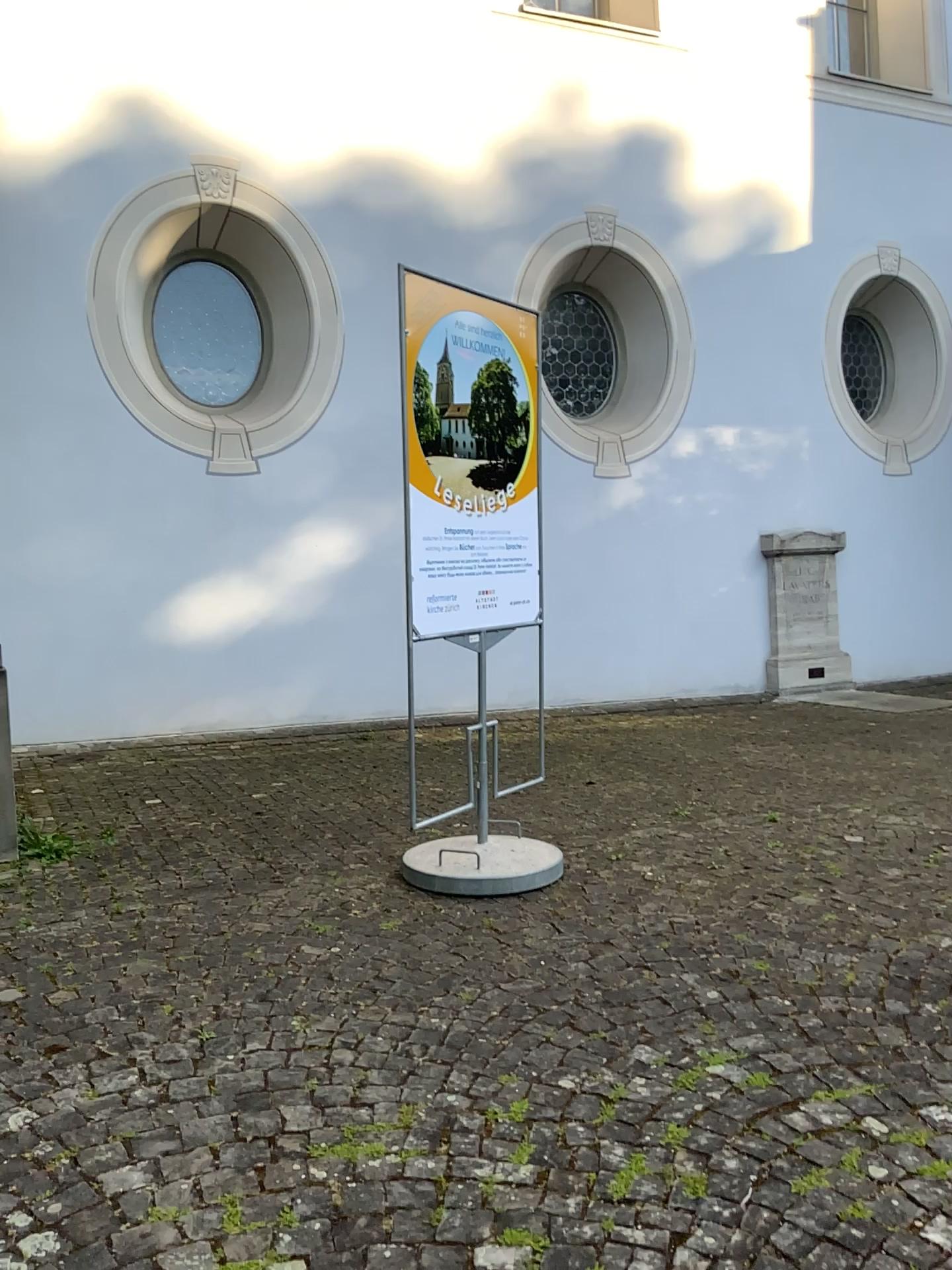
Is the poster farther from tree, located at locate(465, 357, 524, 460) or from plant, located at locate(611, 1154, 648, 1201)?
plant, located at locate(611, 1154, 648, 1201)

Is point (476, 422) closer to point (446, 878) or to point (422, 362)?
point (422, 362)

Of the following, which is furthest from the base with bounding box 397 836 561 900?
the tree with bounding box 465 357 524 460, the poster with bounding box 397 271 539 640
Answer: the tree with bounding box 465 357 524 460

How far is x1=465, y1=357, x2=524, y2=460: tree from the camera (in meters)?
4.14

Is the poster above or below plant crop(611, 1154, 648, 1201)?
above

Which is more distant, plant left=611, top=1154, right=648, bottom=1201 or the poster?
the poster

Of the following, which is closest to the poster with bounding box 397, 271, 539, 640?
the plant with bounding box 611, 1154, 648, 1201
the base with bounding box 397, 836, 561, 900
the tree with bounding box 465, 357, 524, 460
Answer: the tree with bounding box 465, 357, 524, 460

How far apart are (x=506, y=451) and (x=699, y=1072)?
2.6 meters

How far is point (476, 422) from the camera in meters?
4.1 m

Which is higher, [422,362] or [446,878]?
[422,362]
